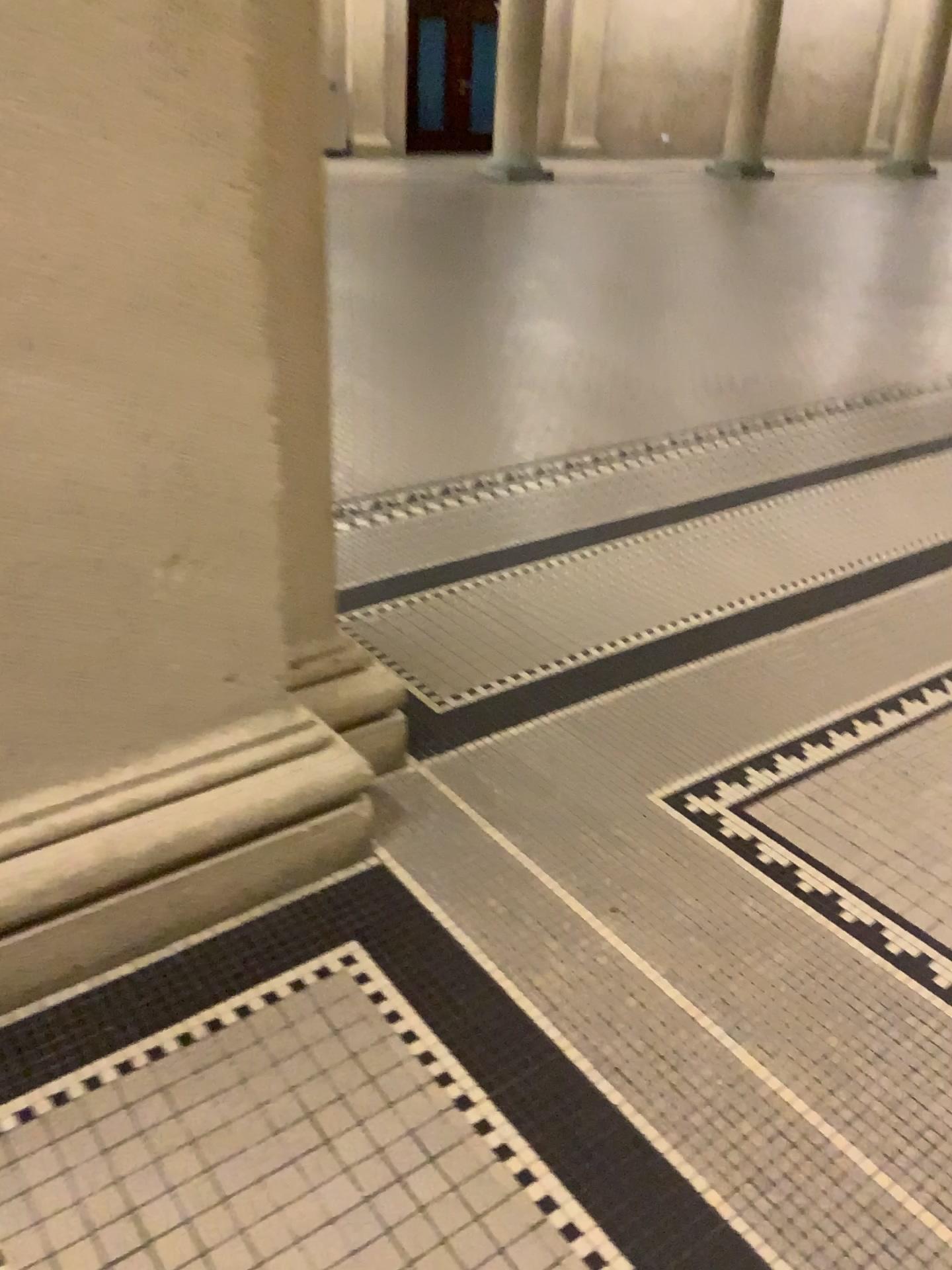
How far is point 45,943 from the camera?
1.4m

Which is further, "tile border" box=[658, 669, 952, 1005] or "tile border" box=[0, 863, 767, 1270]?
"tile border" box=[658, 669, 952, 1005]

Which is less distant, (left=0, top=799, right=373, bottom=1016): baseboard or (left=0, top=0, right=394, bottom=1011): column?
(left=0, top=0, right=394, bottom=1011): column

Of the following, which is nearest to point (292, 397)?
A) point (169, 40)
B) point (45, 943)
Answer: point (169, 40)

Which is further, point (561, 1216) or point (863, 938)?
point (863, 938)

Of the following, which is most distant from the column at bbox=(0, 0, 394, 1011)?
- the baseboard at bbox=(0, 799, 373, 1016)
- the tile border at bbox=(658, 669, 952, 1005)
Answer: the tile border at bbox=(658, 669, 952, 1005)

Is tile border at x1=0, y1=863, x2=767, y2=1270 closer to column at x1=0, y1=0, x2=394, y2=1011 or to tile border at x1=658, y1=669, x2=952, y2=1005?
column at x1=0, y1=0, x2=394, y2=1011

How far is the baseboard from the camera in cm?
140

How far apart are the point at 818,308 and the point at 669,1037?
4.8m
